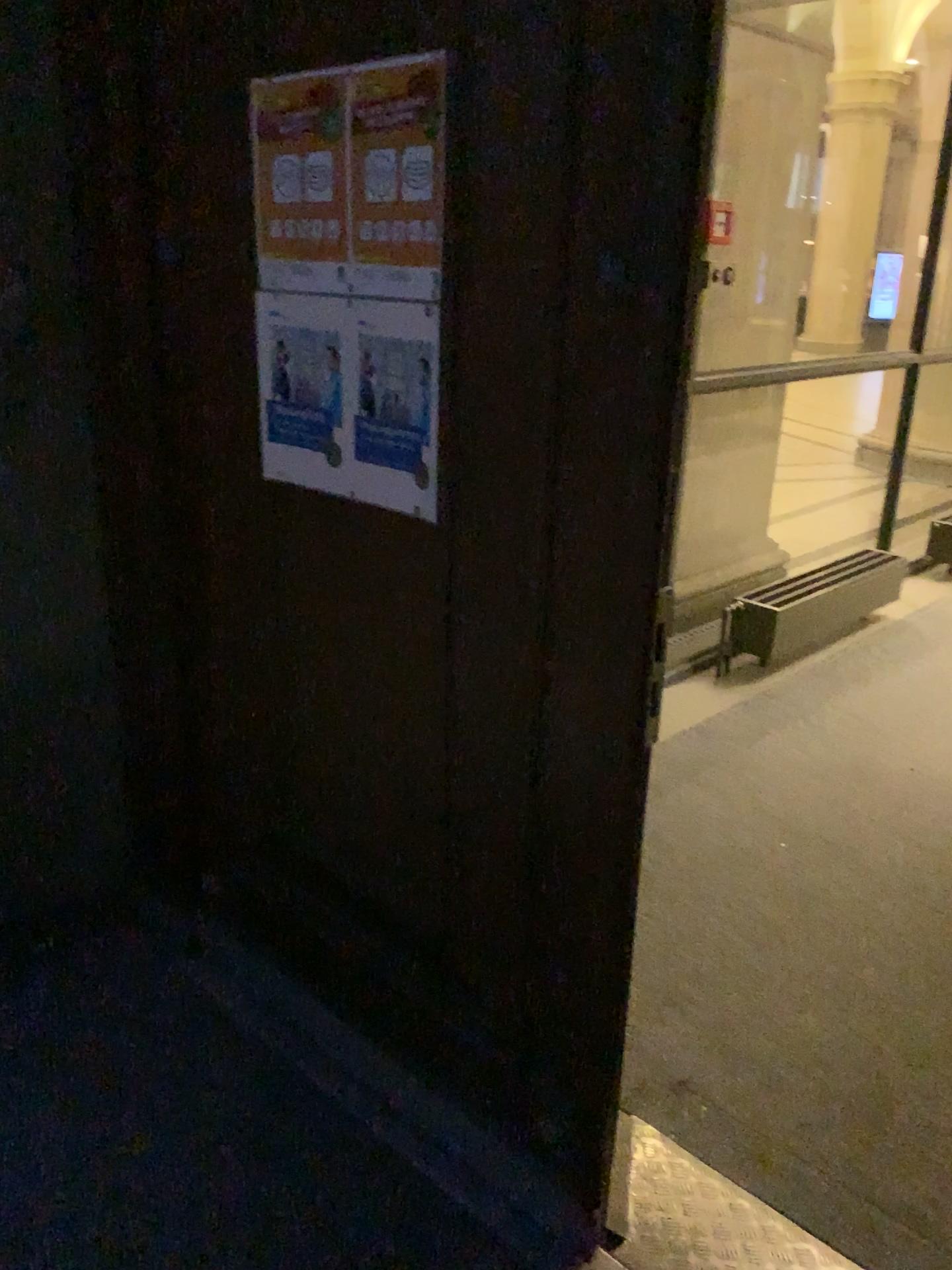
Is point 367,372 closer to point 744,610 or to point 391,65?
point 391,65

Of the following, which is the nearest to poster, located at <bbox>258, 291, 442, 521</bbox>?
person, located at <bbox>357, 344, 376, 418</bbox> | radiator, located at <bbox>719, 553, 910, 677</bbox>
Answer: person, located at <bbox>357, 344, 376, 418</bbox>

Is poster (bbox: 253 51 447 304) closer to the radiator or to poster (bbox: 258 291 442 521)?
poster (bbox: 258 291 442 521)

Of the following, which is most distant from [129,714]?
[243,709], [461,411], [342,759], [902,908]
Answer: [902,908]

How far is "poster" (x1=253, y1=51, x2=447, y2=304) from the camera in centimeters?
141cm

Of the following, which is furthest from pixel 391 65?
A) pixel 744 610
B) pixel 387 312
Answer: pixel 744 610

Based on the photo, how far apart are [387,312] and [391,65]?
0.3m

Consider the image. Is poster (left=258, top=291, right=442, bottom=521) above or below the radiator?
above

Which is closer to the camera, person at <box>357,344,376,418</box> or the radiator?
person at <box>357,344,376,418</box>
